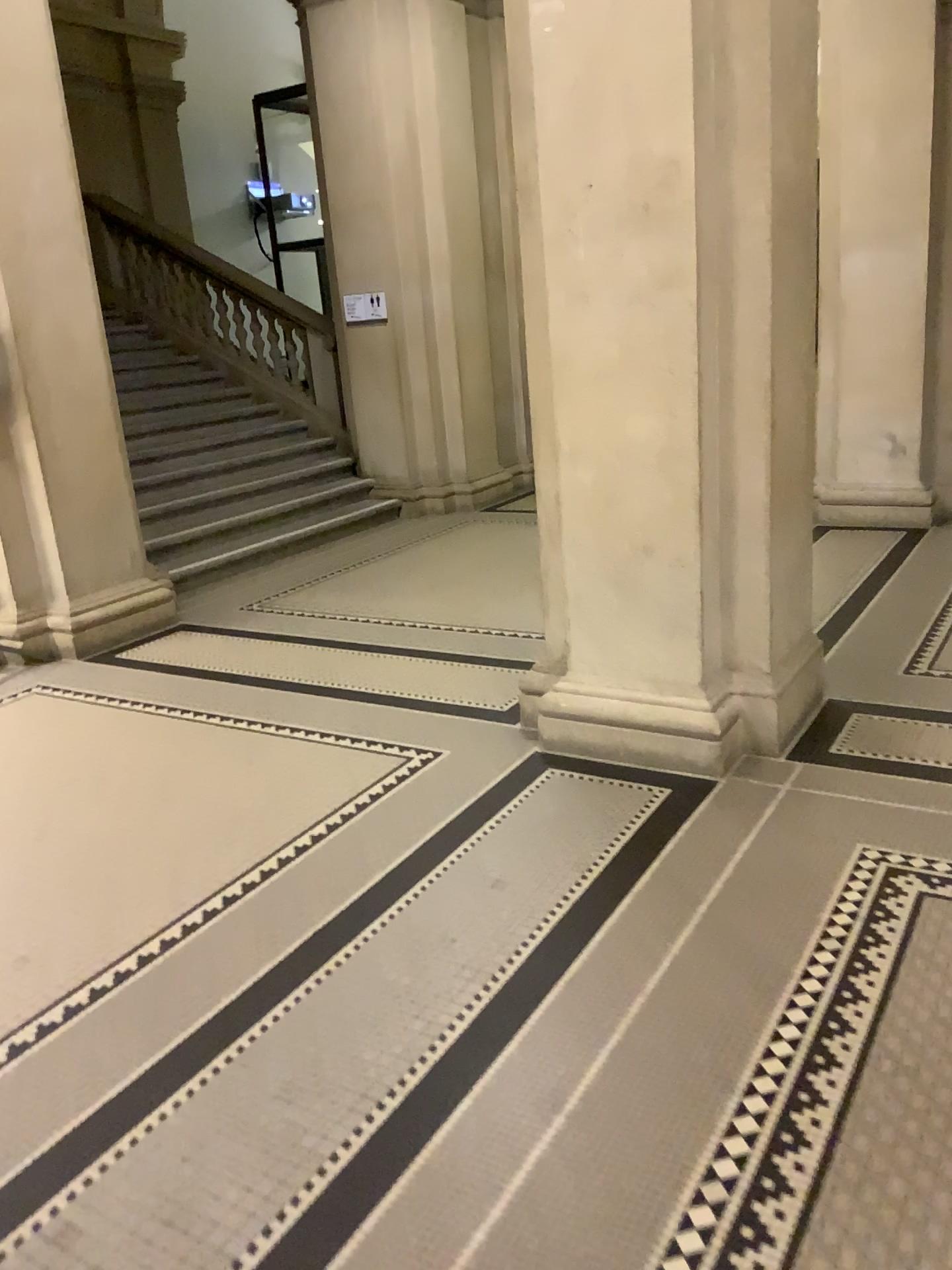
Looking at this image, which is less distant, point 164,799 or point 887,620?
point 164,799
